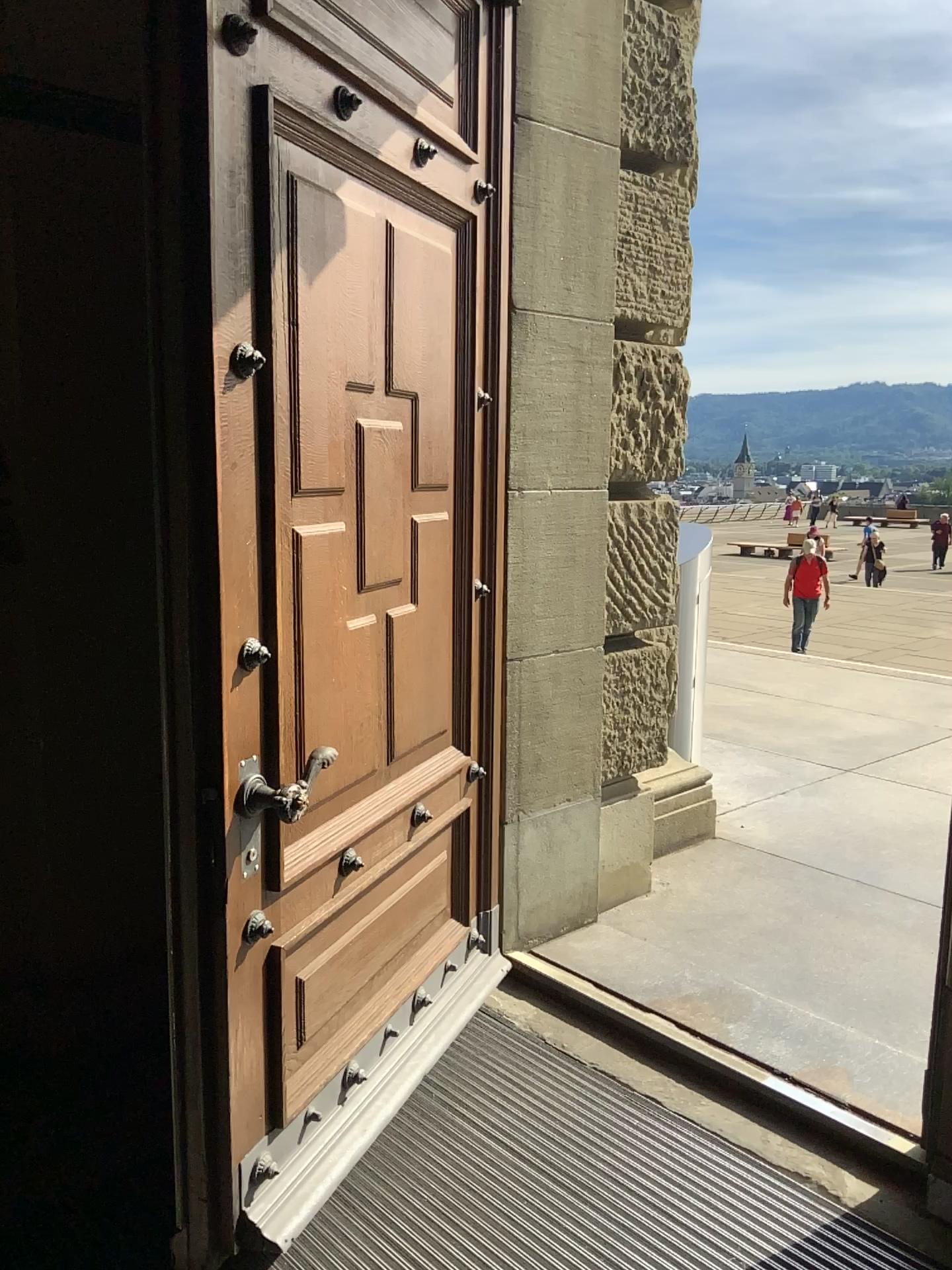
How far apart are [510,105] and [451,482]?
1.1 meters
